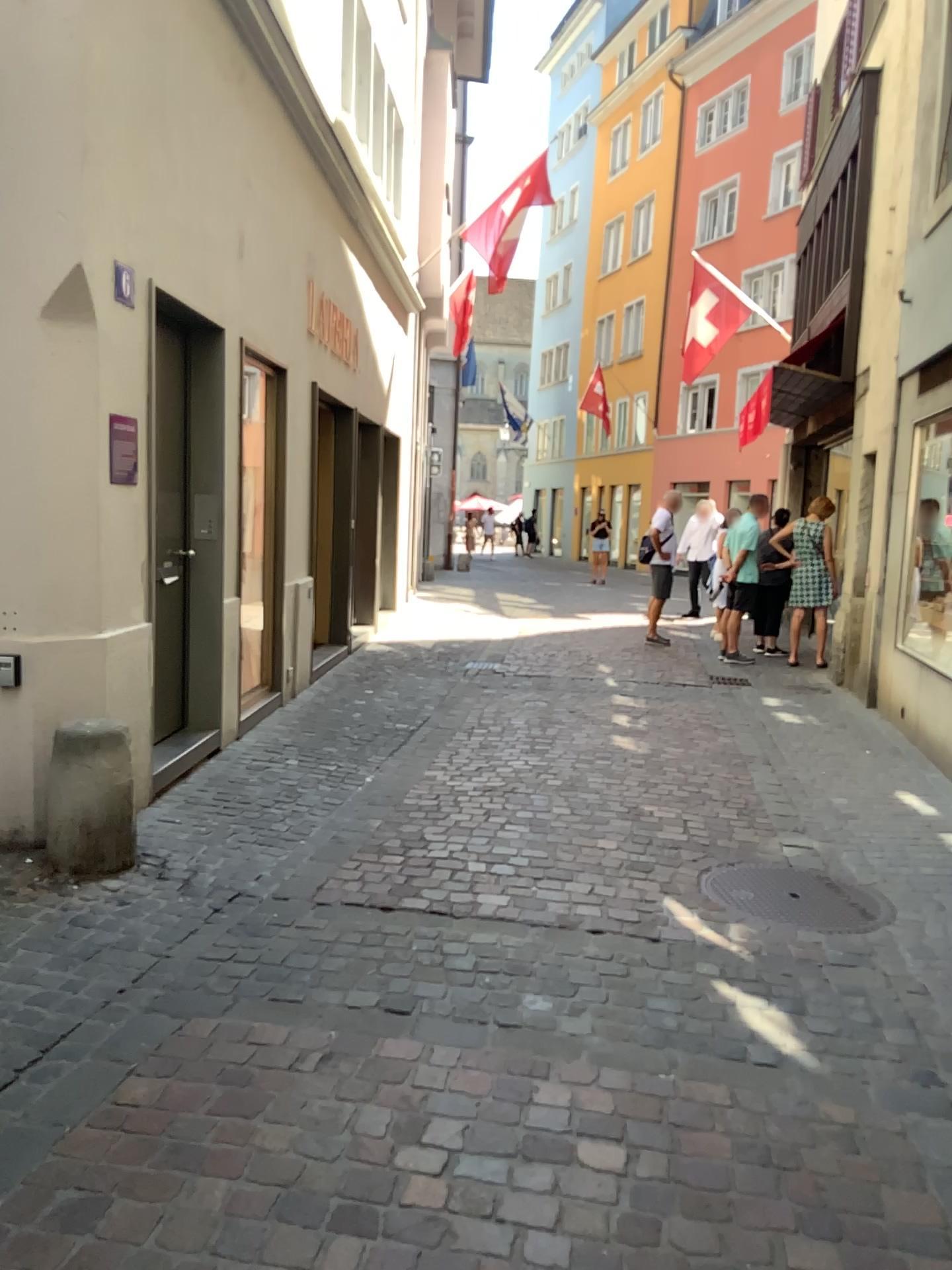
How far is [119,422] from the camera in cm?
427

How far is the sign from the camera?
4.3 meters

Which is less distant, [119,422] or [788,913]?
[788,913]

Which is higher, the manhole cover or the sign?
the sign

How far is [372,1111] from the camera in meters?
2.4

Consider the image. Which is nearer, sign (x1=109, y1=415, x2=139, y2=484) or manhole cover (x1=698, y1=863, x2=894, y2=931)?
manhole cover (x1=698, y1=863, x2=894, y2=931)

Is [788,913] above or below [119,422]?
below
